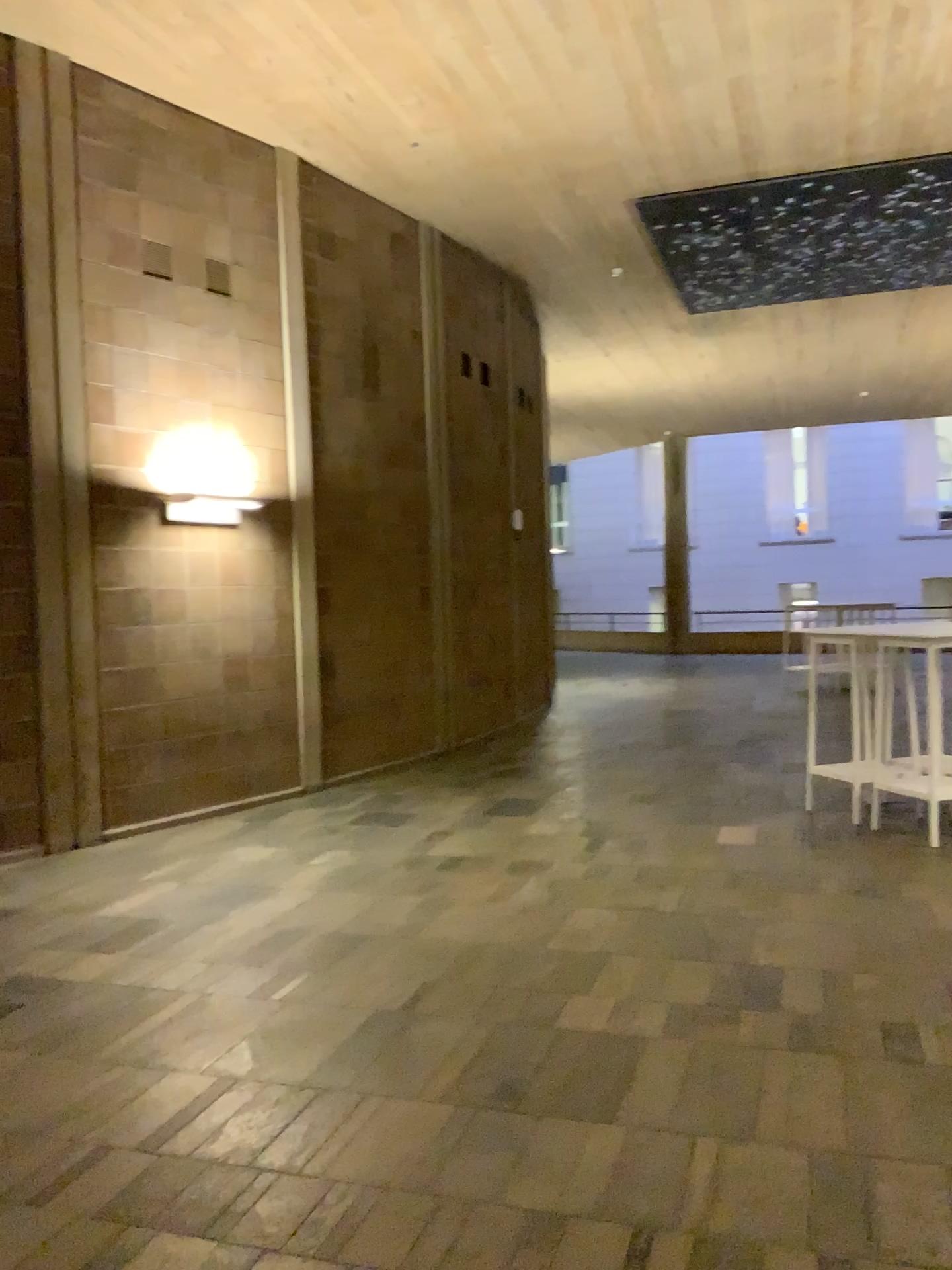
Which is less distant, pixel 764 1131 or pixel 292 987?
pixel 764 1131
